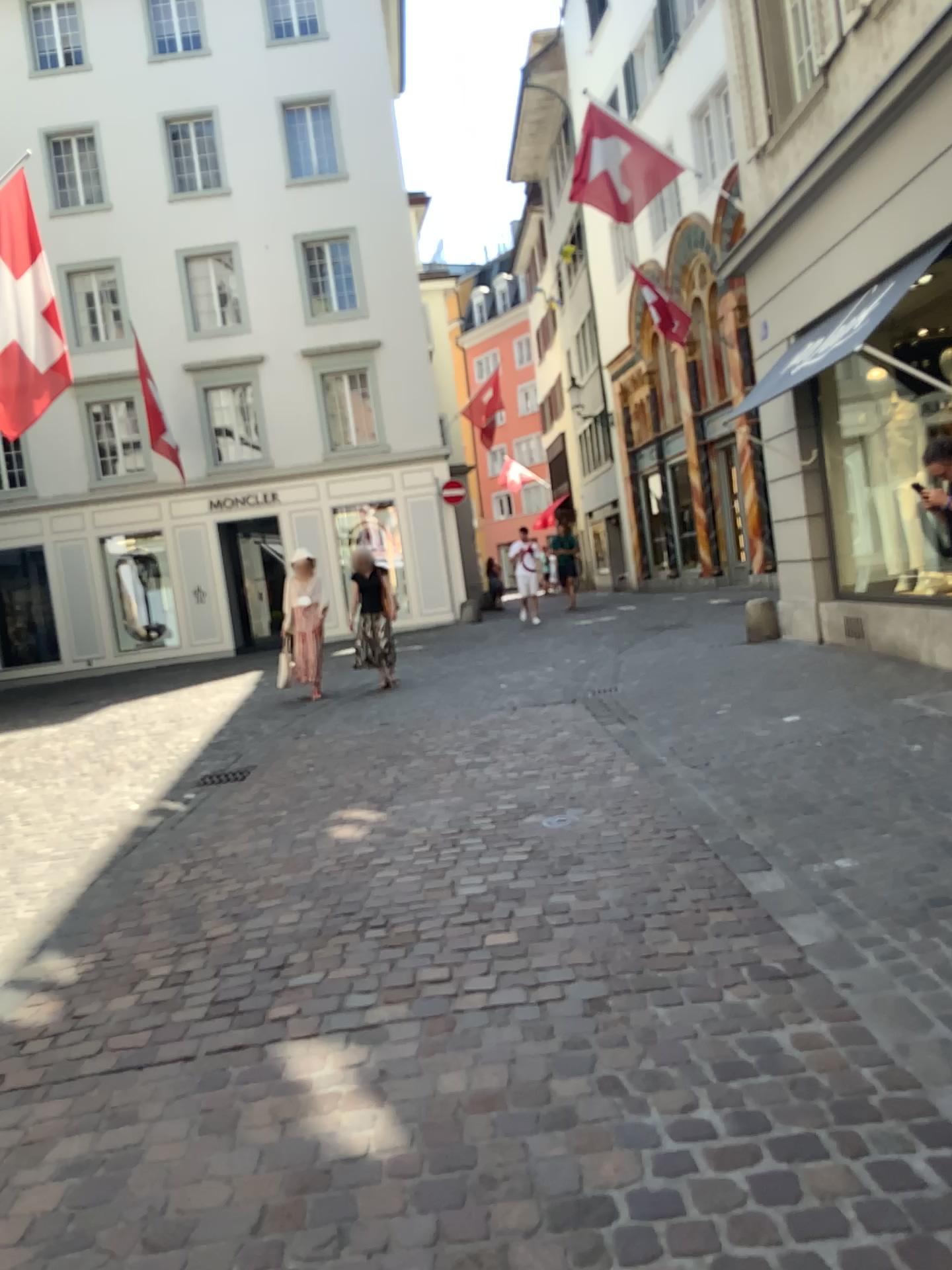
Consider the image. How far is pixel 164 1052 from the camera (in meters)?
2.98
